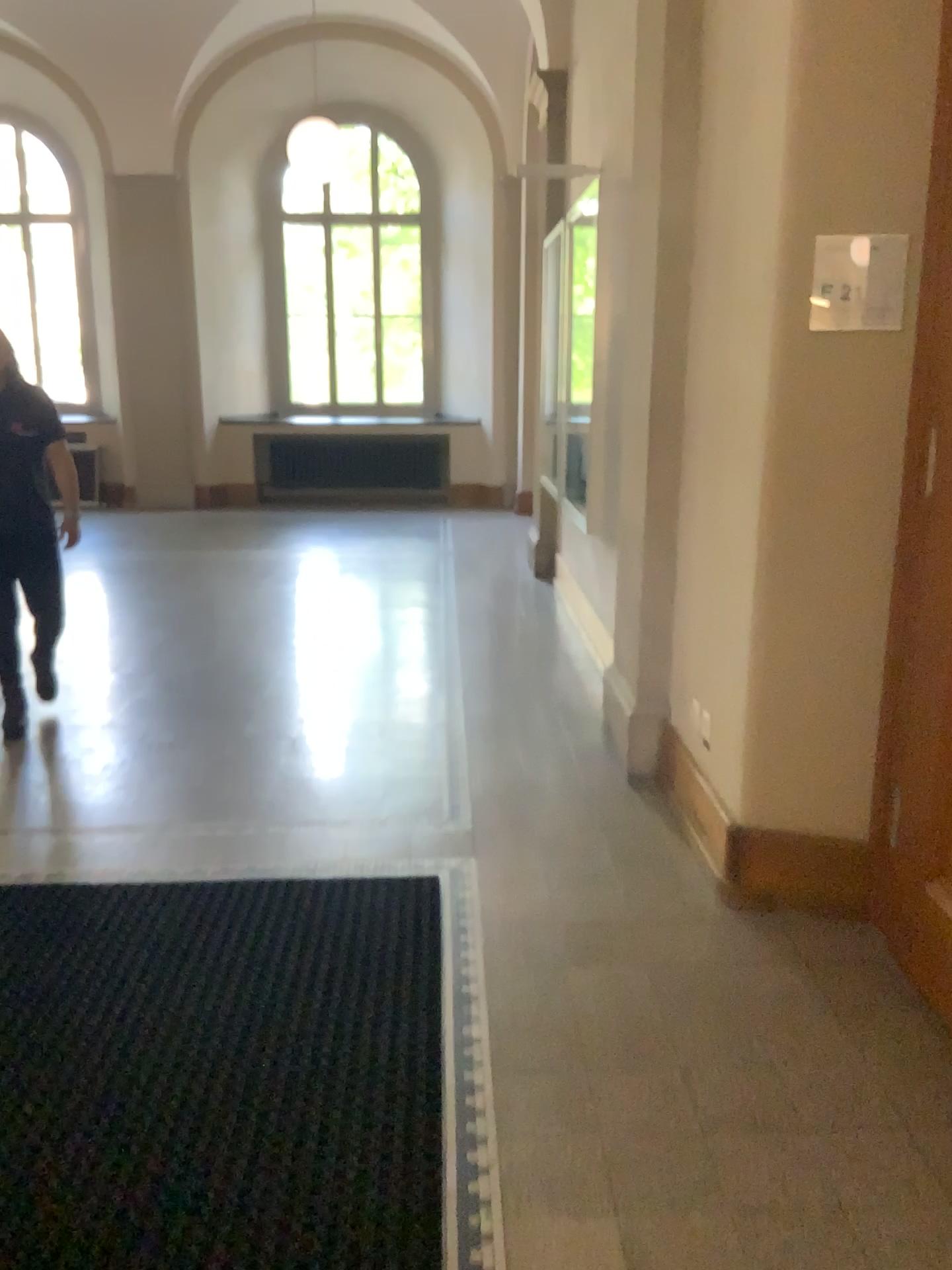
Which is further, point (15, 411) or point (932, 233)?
point (15, 411)

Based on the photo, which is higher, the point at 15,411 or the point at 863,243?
the point at 863,243

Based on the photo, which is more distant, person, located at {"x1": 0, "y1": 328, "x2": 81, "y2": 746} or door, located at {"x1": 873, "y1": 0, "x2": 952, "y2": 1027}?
person, located at {"x1": 0, "y1": 328, "x2": 81, "y2": 746}

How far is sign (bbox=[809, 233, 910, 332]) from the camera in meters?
2.5

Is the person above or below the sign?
below

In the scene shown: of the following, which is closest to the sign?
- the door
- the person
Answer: the door

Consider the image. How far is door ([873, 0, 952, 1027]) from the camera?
2.5 meters

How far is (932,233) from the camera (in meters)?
2.48

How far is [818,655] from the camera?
2.8m

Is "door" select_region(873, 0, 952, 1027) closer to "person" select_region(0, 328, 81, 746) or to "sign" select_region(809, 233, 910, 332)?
"sign" select_region(809, 233, 910, 332)
